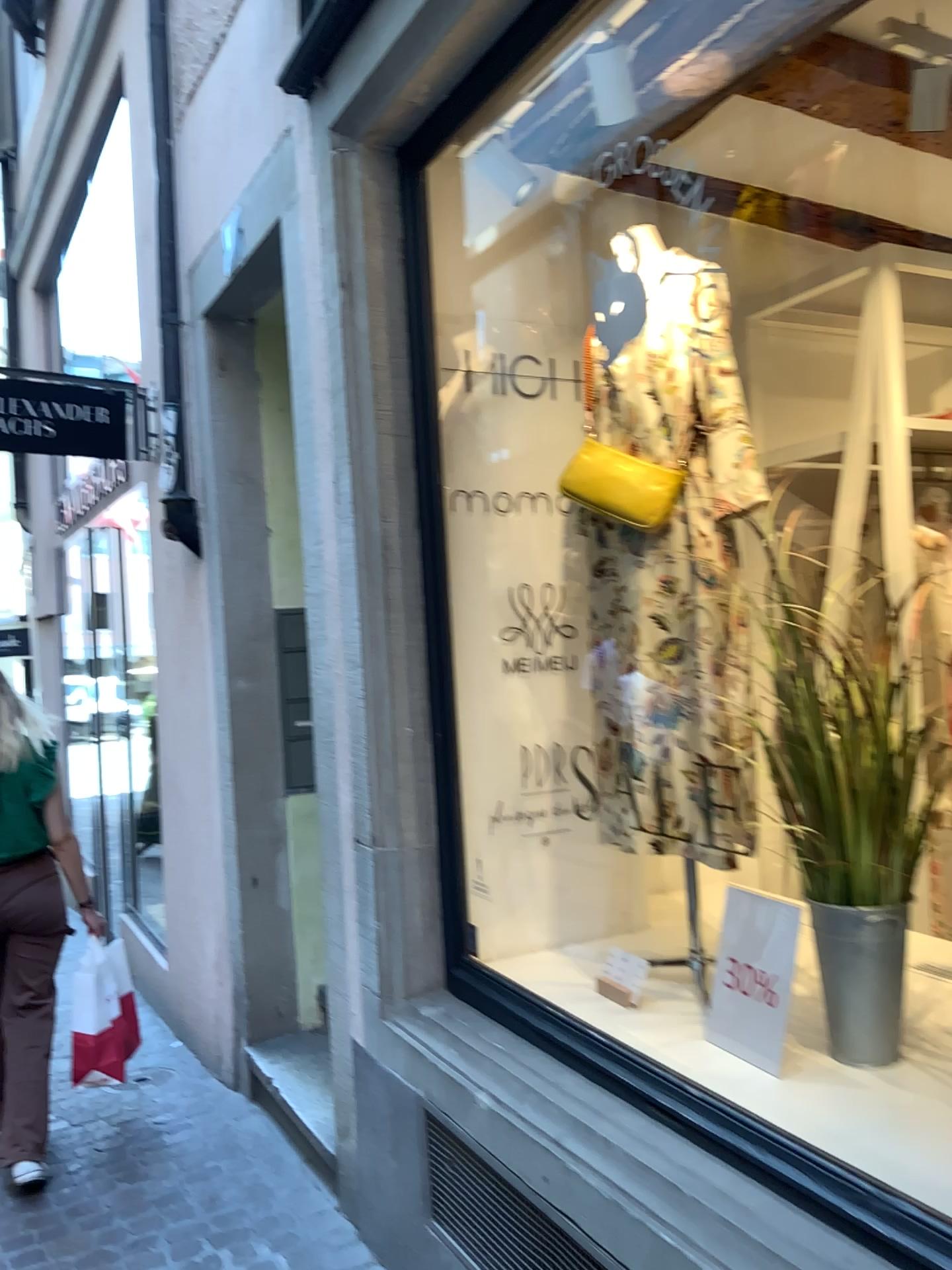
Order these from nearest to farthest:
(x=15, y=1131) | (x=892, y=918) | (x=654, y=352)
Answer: (x=892, y=918) < (x=654, y=352) < (x=15, y=1131)

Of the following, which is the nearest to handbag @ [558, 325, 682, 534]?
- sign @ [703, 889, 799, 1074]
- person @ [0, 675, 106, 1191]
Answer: sign @ [703, 889, 799, 1074]

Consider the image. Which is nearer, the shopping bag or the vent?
the vent

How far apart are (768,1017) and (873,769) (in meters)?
0.50

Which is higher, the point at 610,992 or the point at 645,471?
the point at 645,471

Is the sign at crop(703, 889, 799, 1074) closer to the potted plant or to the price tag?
the potted plant

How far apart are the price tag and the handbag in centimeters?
102cm

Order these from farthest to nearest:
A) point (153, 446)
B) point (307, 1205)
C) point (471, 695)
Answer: point (153, 446), point (307, 1205), point (471, 695)

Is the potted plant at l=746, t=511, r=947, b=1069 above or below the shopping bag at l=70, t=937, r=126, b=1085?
above

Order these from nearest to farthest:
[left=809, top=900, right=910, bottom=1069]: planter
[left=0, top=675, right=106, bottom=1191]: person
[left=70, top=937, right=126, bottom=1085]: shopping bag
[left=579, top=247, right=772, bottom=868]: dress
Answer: [left=809, top=900, right=910, bottom=1069]: planter → [left=579, top=247, right=772, bottom=868]: dress → [left=0, top=675, right=106, bottom=1191]: person → [left=70, top=937, right=126, bottom=1085]: shopping bag
